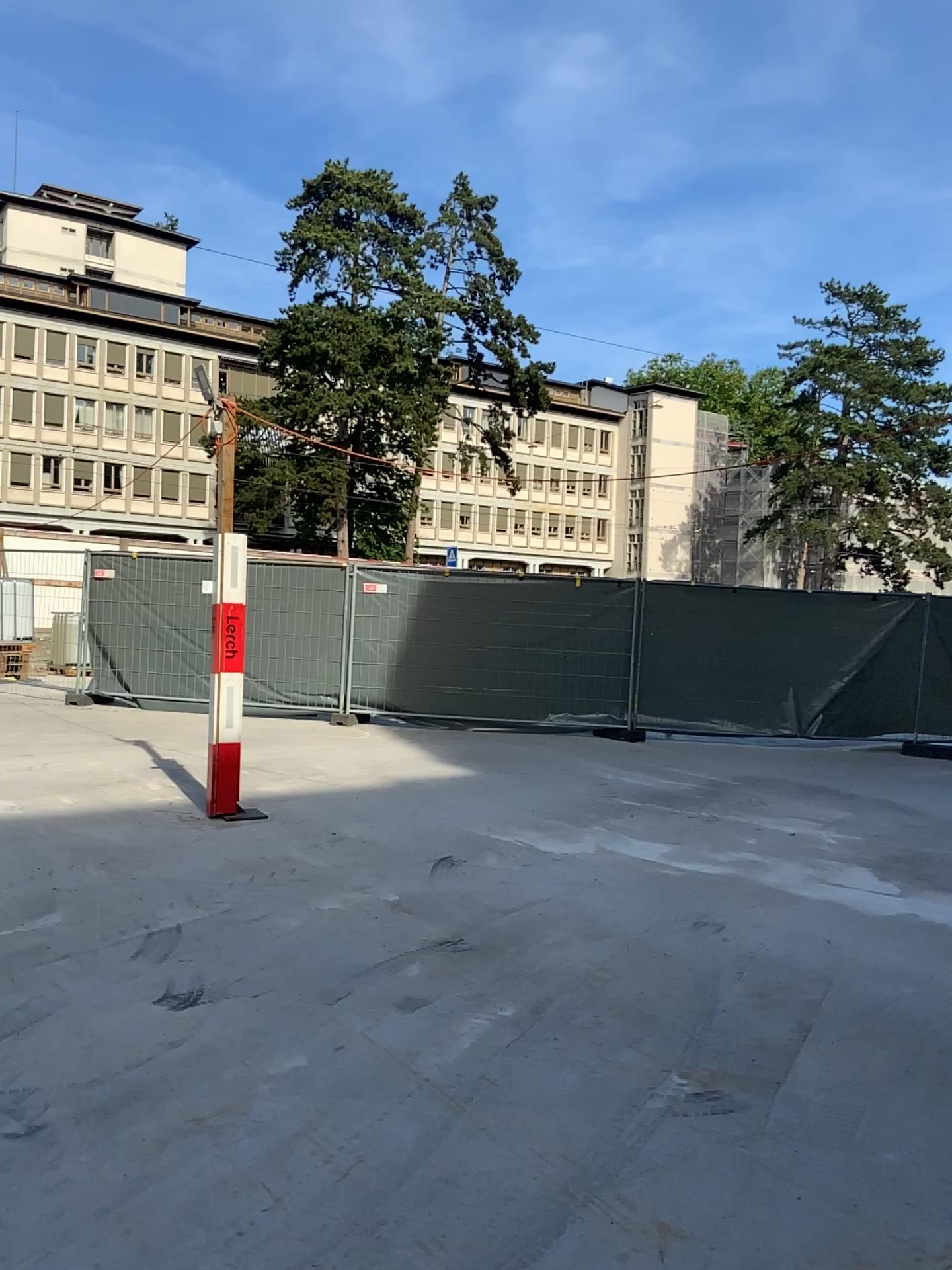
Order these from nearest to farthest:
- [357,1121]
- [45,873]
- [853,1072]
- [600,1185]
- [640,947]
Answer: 1. [600,1185]
2. [357,1121]
3. [853,1072]
4. [640,947]
5. [45,873]
